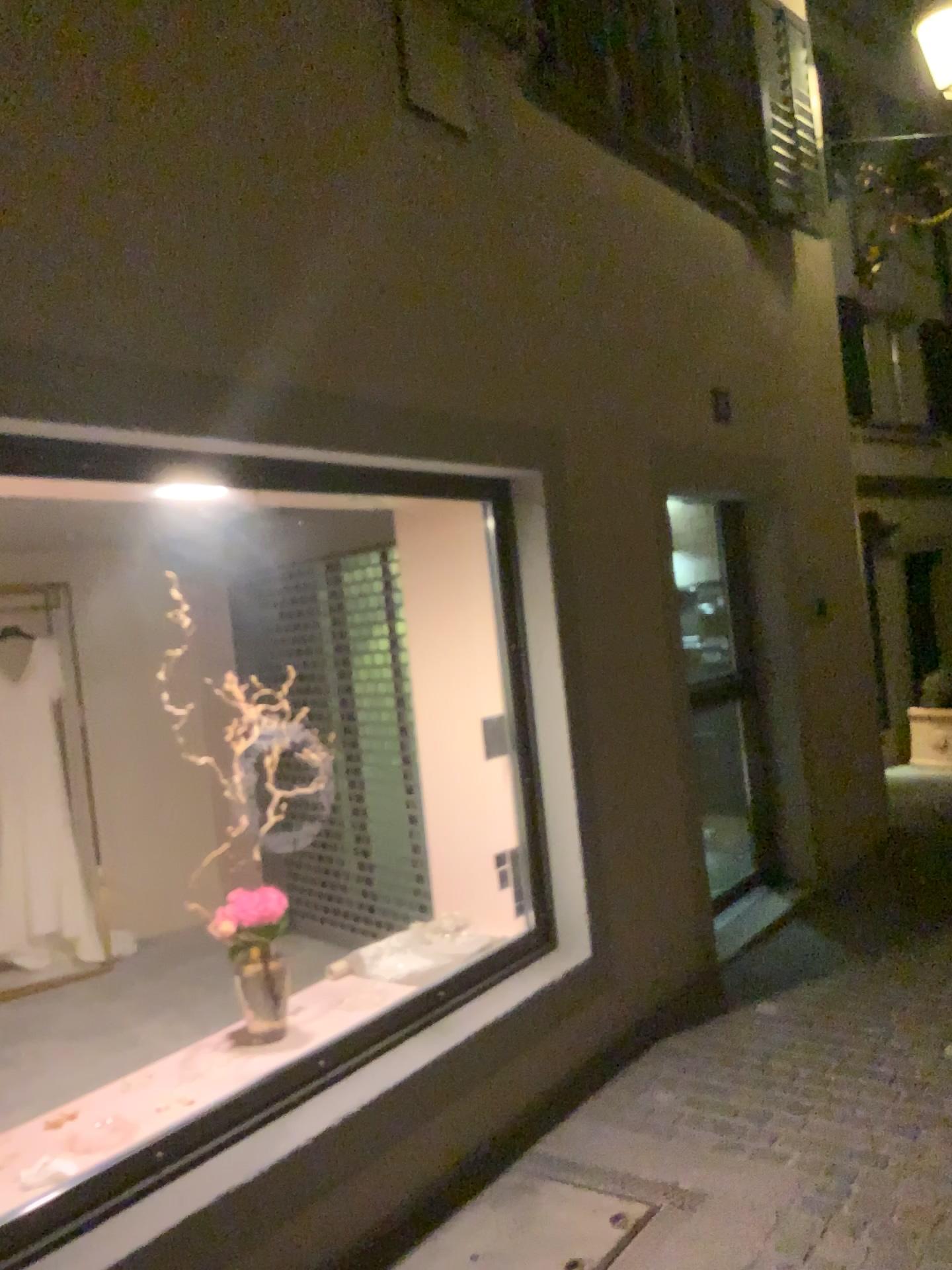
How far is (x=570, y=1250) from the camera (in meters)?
2.62

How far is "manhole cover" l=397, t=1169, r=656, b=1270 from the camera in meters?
2.6

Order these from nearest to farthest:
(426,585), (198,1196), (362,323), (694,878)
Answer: (198,1196), (362,323), (426,585), (694,878)
